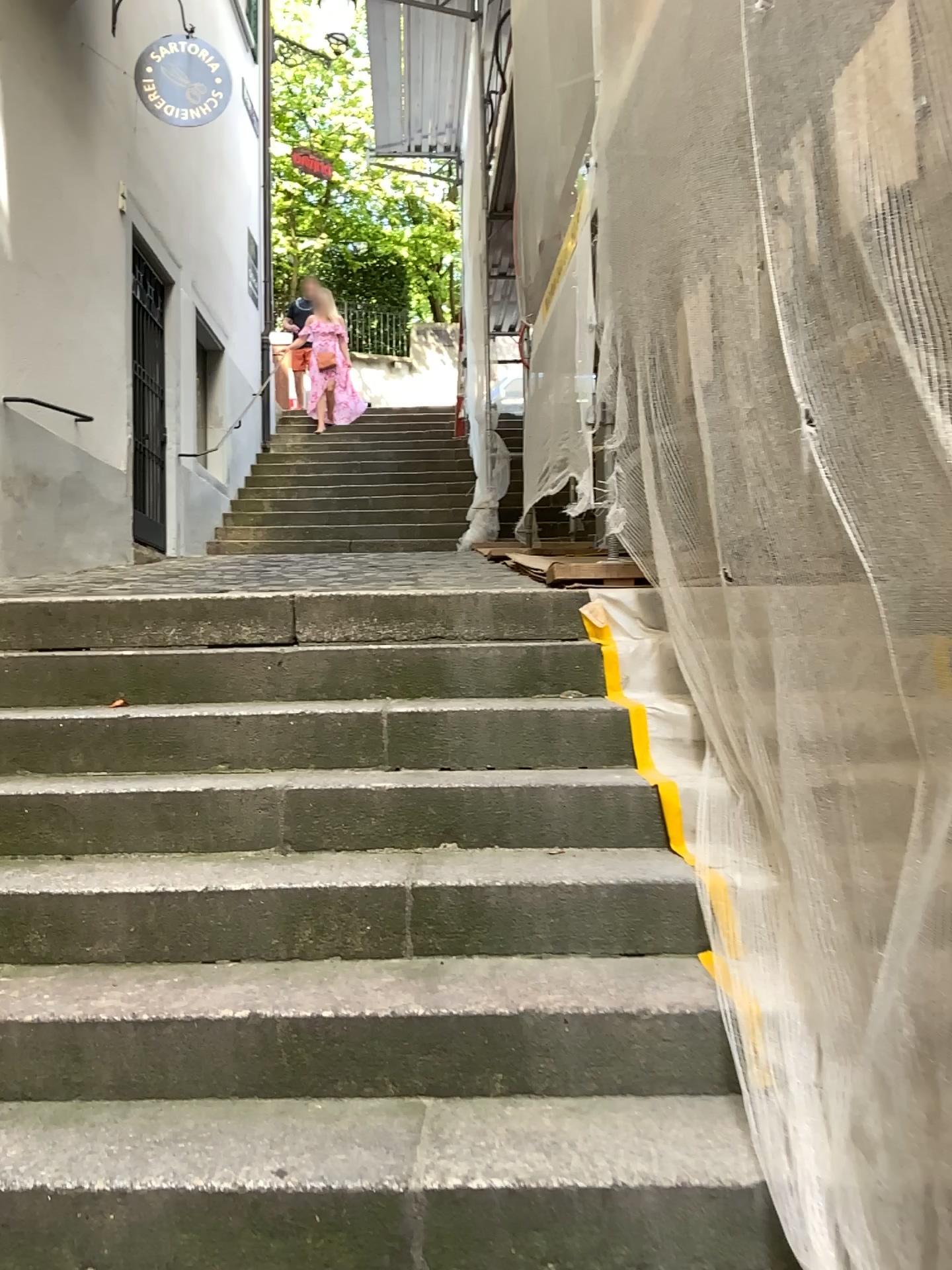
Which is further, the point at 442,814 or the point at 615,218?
the point at 615,218
